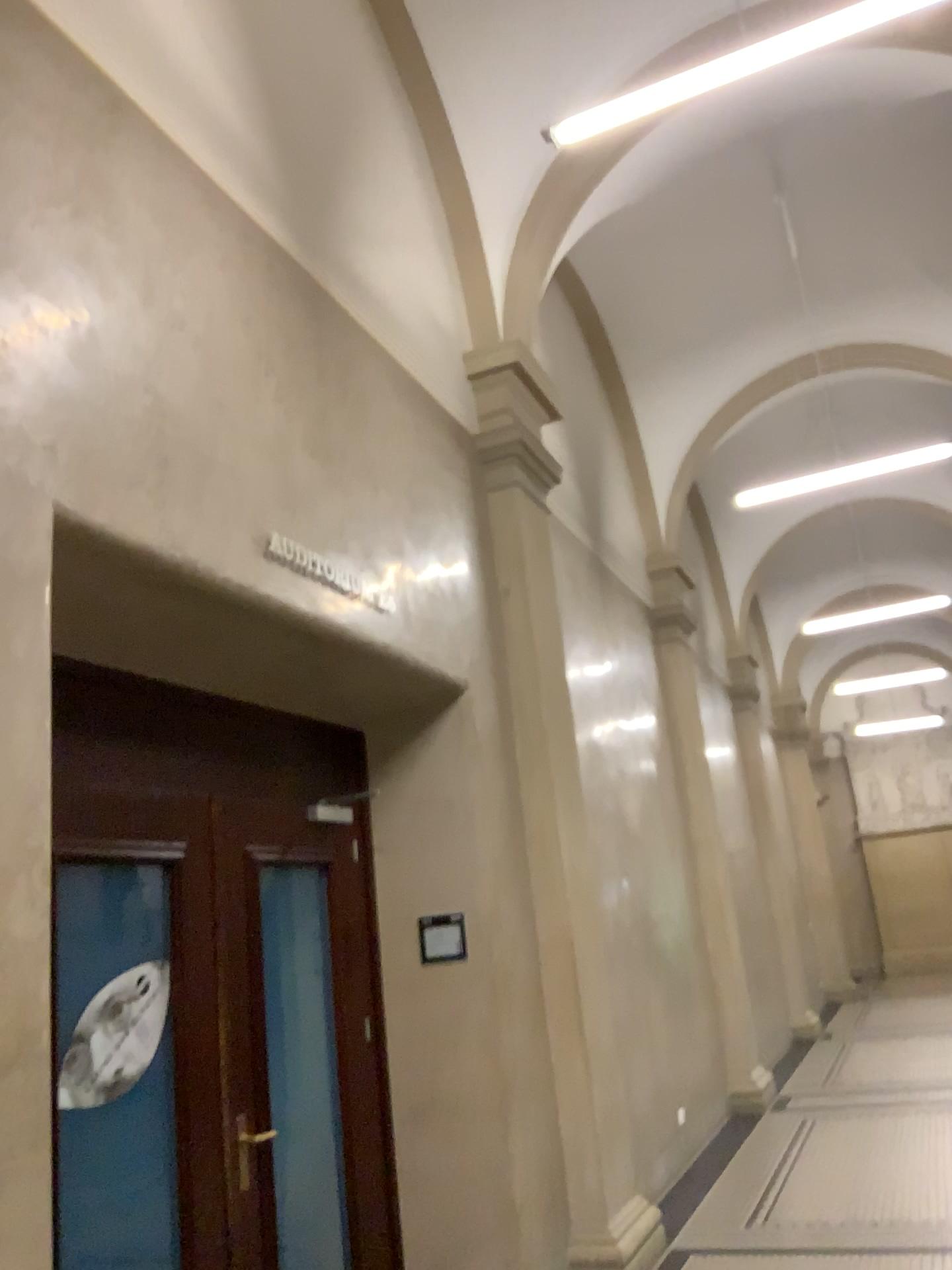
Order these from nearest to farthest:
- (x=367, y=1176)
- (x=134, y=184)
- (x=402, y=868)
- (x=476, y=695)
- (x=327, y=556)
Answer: (x=134, y=184) < (x=327, y=556) < (x=367, y=1176) < (x=402, y=868) < (x=476, y=695)
